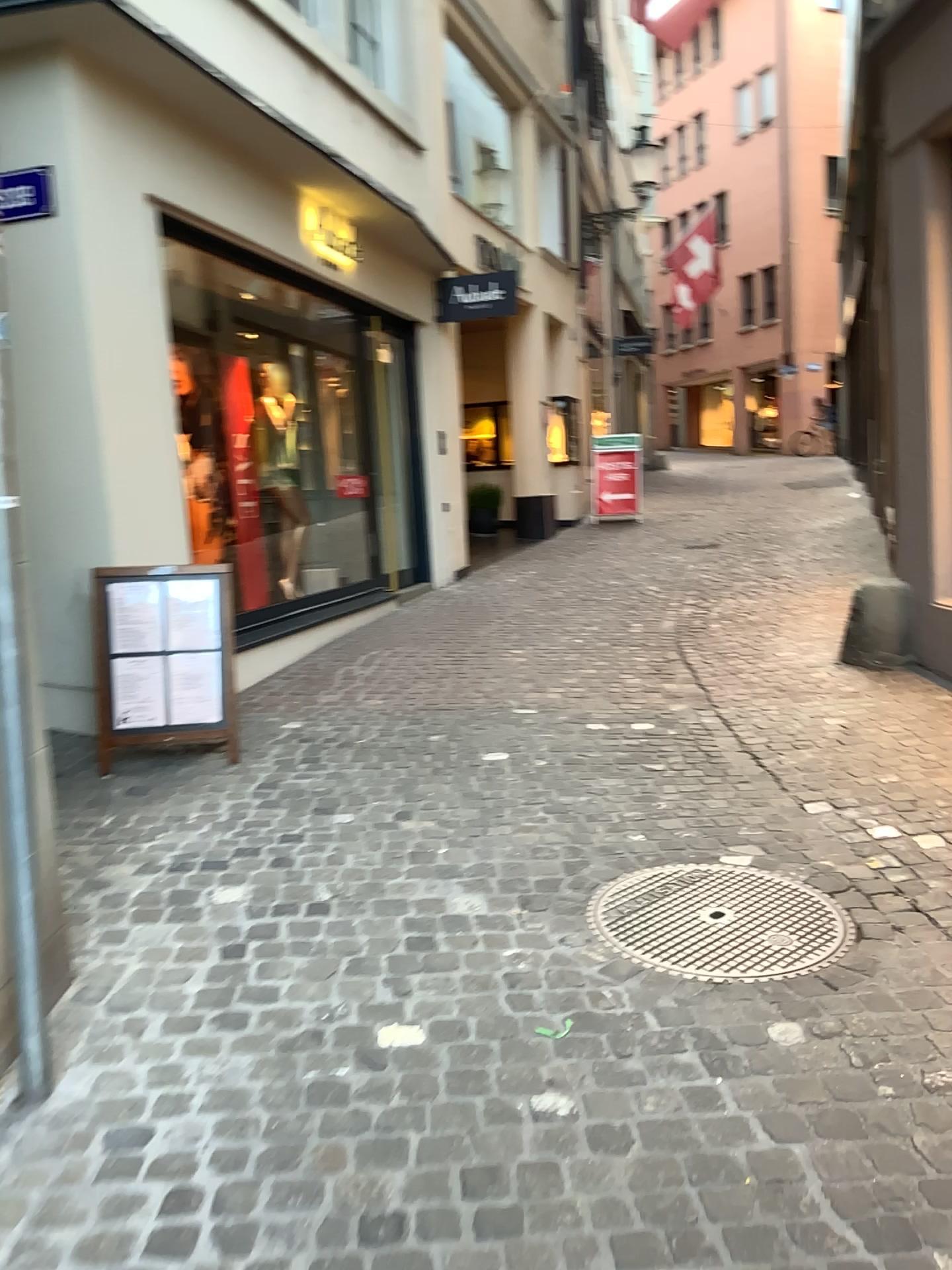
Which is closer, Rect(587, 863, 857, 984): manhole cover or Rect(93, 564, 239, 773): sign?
Rect(587, 863, 857, 984): manhole cover

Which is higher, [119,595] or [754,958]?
[119,595]

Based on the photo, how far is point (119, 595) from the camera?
4.4 meters

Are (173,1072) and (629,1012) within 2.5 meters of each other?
yes

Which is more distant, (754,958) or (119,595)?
(119,595)

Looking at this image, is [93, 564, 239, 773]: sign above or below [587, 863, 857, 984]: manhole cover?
above

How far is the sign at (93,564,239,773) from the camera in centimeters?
438cm
